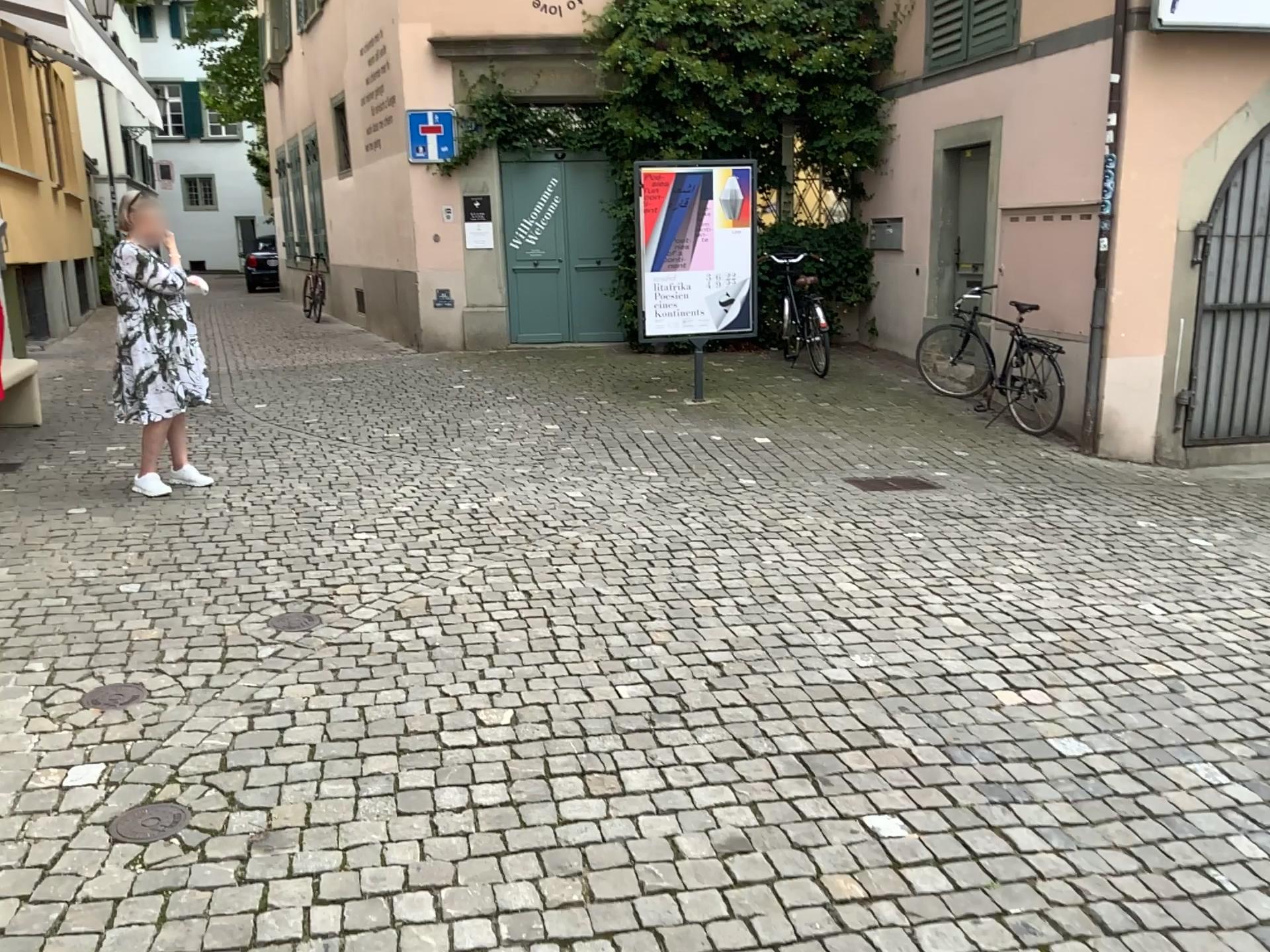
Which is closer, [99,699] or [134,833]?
[134,833]

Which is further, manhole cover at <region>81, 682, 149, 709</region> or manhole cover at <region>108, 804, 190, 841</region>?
manhole cover at <region>81, 682, 149, 709</region>

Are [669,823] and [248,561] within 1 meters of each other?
no

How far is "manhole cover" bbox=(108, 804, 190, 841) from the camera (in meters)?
2.52

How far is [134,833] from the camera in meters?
2.5
